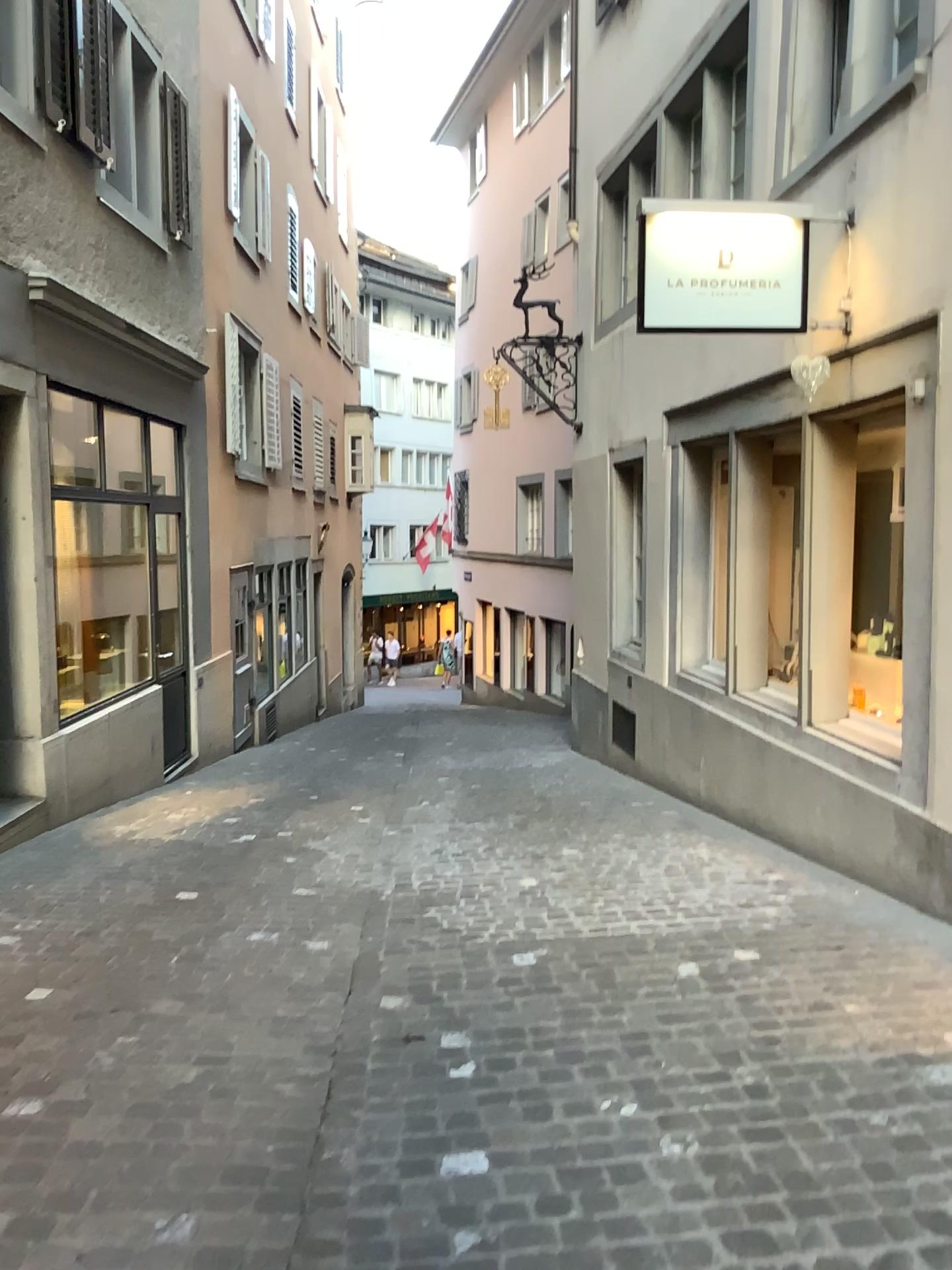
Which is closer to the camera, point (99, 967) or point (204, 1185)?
point (204, 1185)
